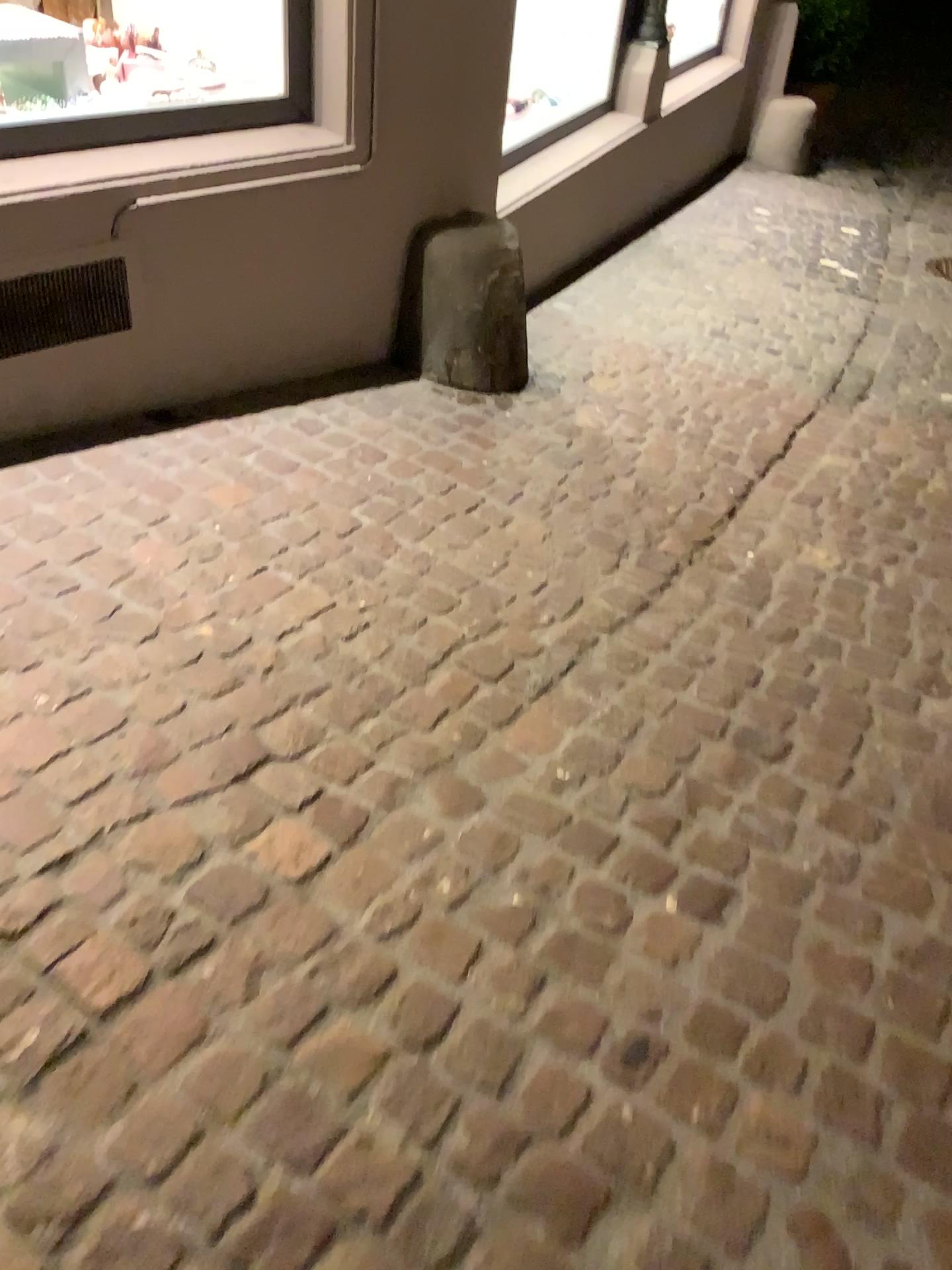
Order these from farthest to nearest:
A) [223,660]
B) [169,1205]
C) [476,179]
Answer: [476,179]
[223,660]
[169,1205]

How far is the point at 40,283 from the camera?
2.36m

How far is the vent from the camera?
2.4 meters

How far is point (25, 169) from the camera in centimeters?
233cm

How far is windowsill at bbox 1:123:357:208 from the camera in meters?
2.3
